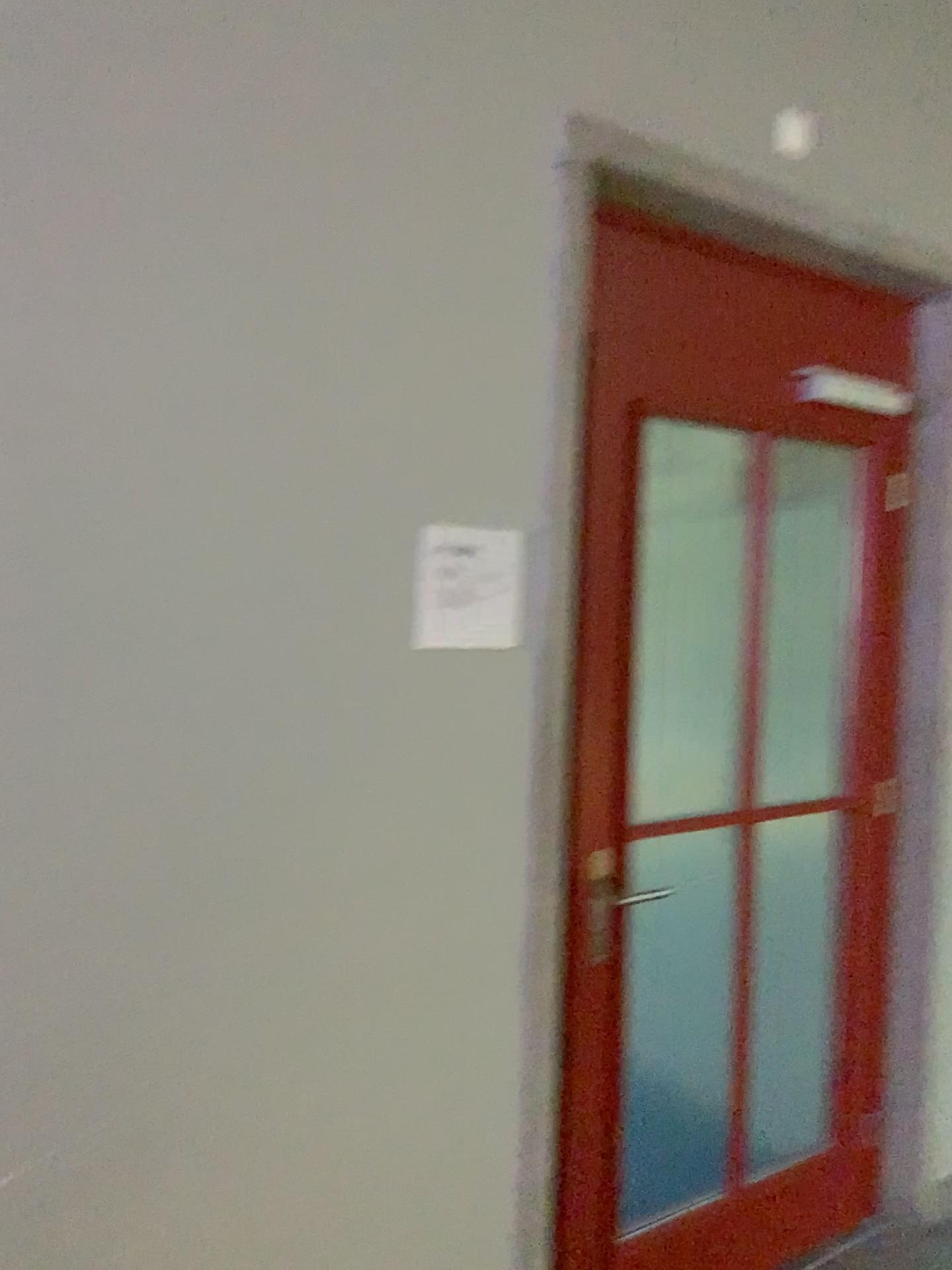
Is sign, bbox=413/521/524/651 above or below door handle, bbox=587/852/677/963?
above

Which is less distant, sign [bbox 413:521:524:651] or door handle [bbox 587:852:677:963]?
sign [bbox 413:521:524:651]

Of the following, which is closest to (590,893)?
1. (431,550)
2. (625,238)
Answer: (431,550)

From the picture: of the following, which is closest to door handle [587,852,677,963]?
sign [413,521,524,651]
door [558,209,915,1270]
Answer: door [558,209,915,1270]

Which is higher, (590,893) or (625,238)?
(625,238)

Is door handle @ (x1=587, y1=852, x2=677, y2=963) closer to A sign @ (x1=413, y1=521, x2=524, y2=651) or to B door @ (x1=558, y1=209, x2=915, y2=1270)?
B door @ (x1=558, y1=209, x2=915, y2=1270)

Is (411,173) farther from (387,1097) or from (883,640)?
(883,640)

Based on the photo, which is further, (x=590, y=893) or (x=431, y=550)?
(x=590, y=893)
